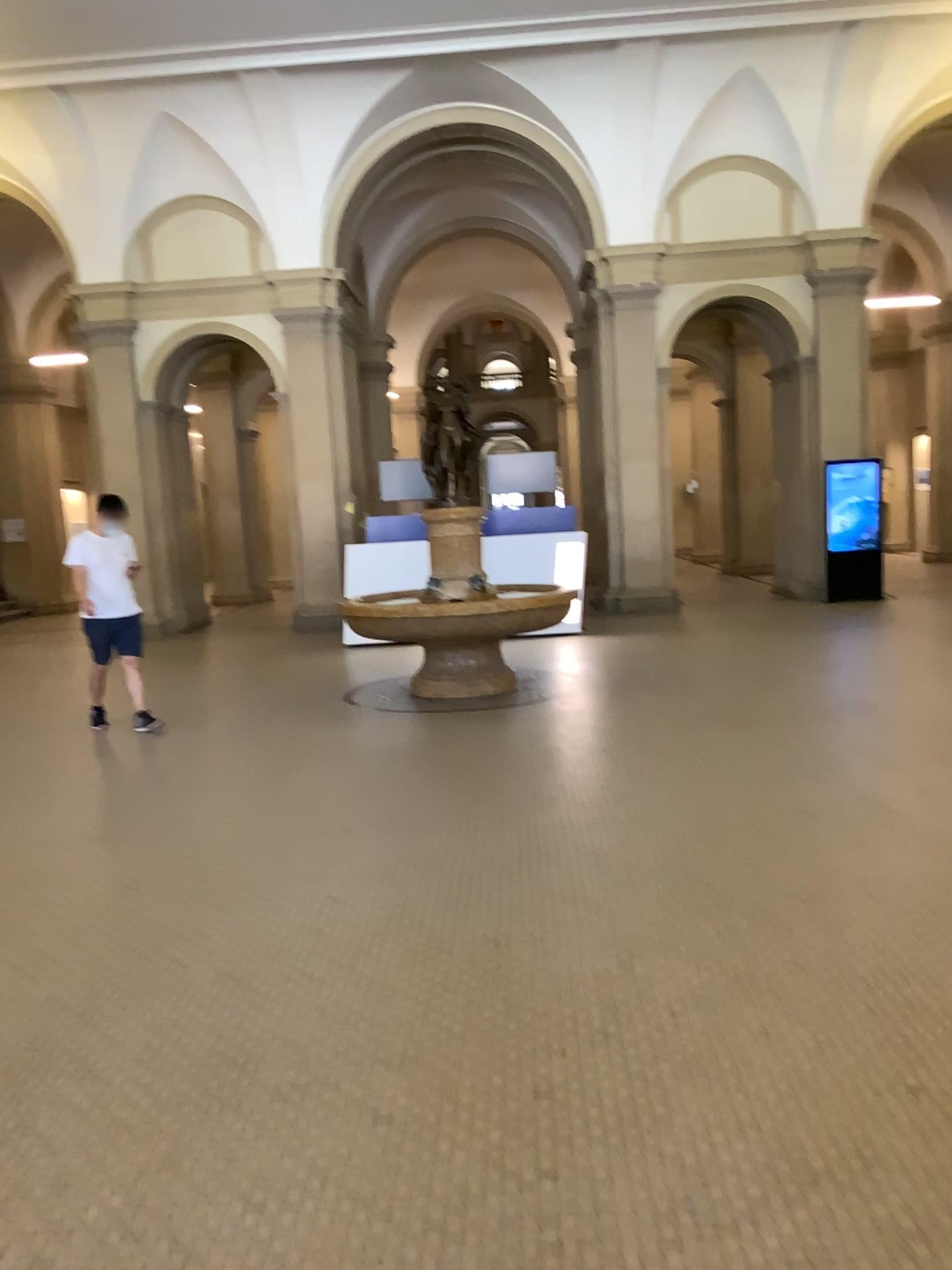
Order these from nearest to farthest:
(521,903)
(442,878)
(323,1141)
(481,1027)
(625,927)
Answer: (323,1141)
(481,1027)
(625,927)
(521,903)
(442,878)
